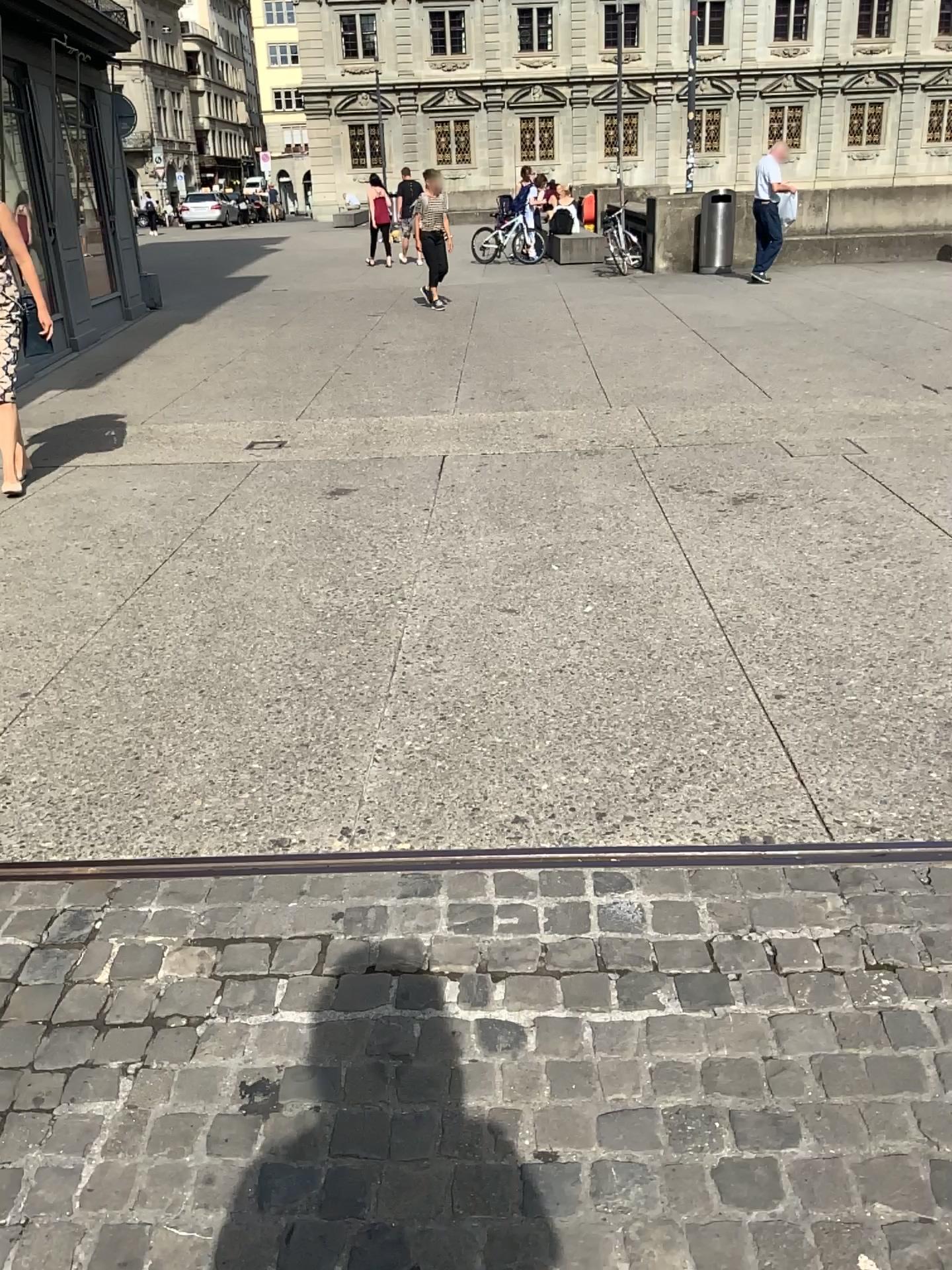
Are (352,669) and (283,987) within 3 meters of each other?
yes
